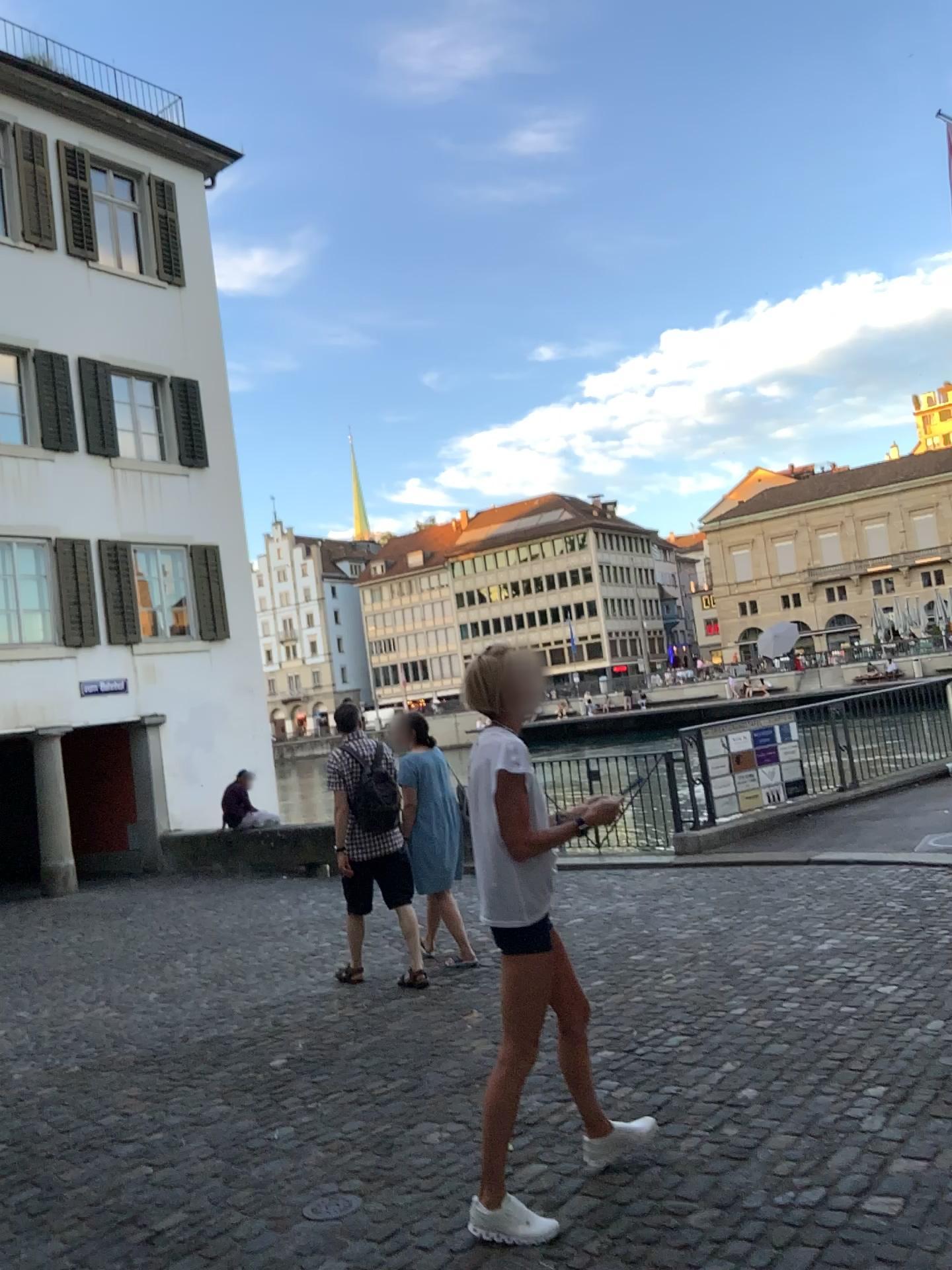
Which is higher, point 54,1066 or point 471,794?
point 471,794
